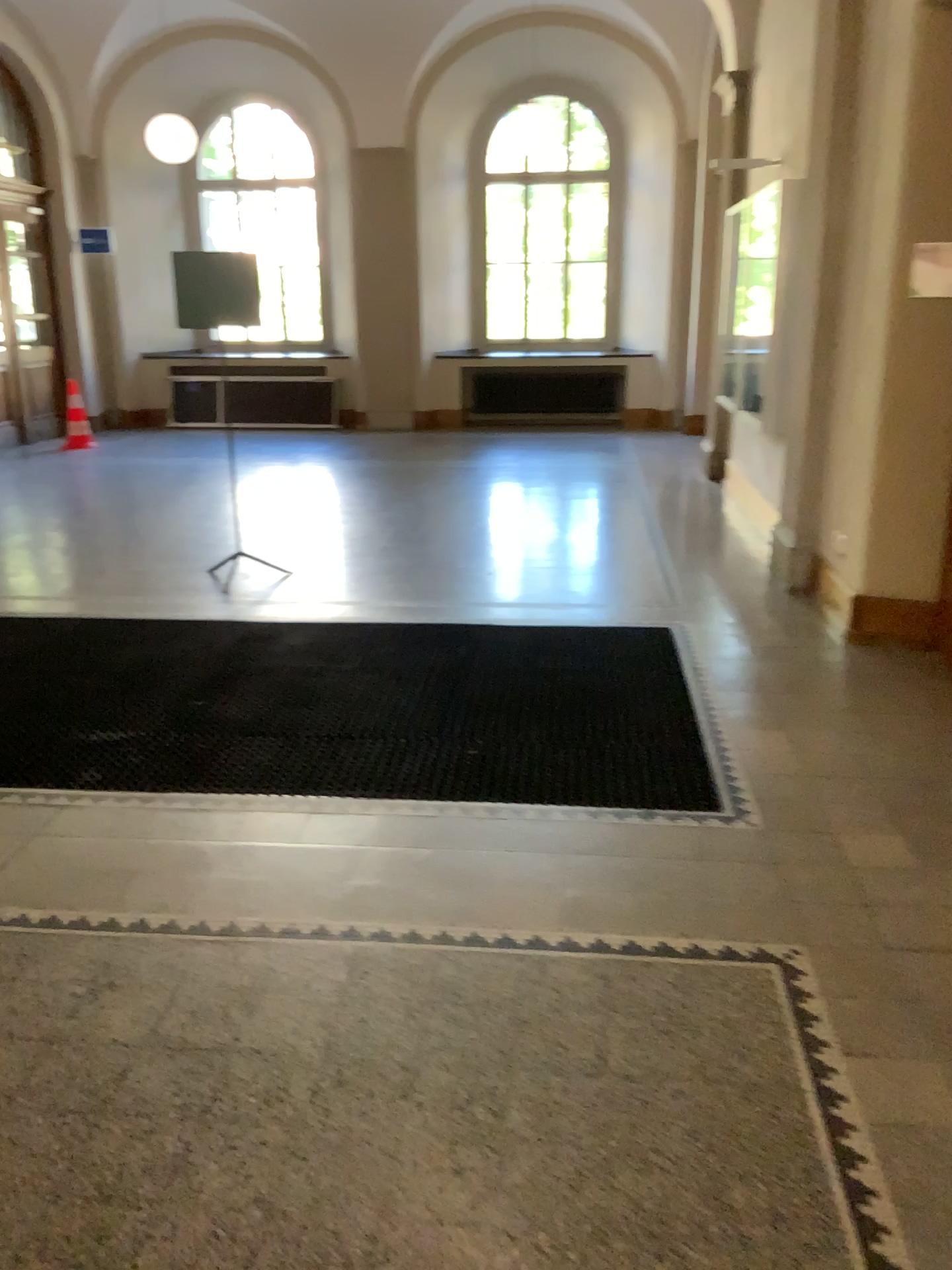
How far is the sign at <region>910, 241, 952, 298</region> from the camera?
4.5 meters

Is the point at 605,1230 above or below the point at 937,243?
below

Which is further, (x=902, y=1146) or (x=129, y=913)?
(x=129, y=913)

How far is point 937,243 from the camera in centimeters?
447cm

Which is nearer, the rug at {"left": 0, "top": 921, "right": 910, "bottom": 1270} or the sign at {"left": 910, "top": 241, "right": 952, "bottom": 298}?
the rug at {"left": 0, "top": 921, "right": 910, "bottom": 1270}

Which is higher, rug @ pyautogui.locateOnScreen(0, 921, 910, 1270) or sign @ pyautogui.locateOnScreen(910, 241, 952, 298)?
sign @ pyautogui.locateOnScreen(910, 241, 952, 298)

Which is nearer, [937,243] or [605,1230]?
[605,1230]
